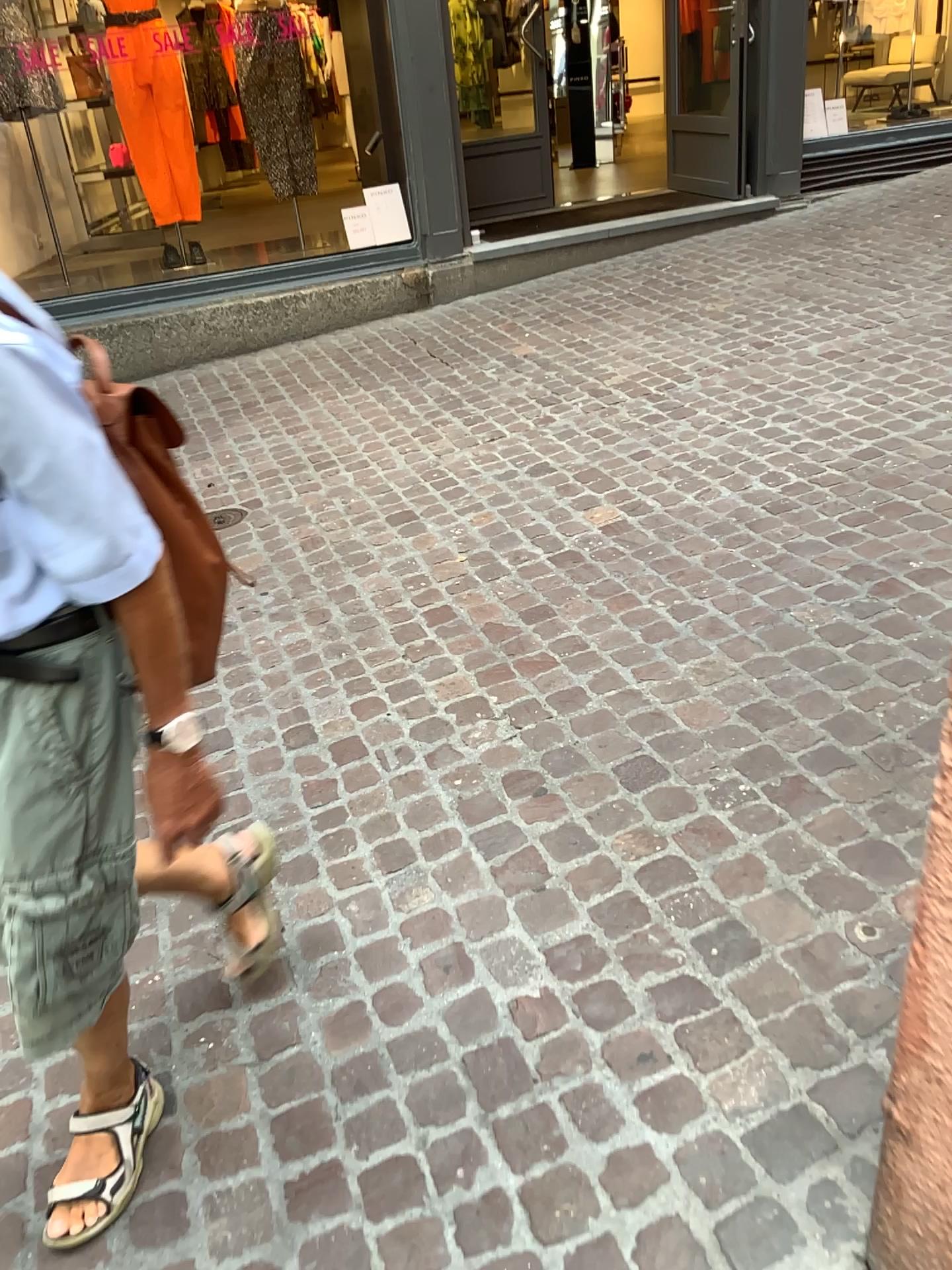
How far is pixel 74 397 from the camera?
1.07m

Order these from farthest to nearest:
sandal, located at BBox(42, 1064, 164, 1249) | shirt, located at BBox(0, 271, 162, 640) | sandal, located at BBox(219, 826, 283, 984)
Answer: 1. sandal, located at BBox(219, 826, 283, 984)
2. sandal, located at BBox(42, 1064, 164, 1249)
3. shirt, located at BBox(0, 271, 162, 640)

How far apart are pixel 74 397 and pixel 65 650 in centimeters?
28cm

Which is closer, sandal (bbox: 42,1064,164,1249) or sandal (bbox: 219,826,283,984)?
sandal (bbox: 42,1064,164,1249)

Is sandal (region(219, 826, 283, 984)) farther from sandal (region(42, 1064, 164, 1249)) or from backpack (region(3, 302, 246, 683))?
backpack (region(3, 302, 246, 683))

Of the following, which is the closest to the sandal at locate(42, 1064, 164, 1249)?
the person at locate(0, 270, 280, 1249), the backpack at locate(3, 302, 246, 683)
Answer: the person at locate(0, 270, 280, 1249)

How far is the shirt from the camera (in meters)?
1.03

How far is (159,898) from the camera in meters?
2.0

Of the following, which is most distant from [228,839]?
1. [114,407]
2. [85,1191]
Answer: [114,407]

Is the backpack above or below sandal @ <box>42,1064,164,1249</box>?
above
